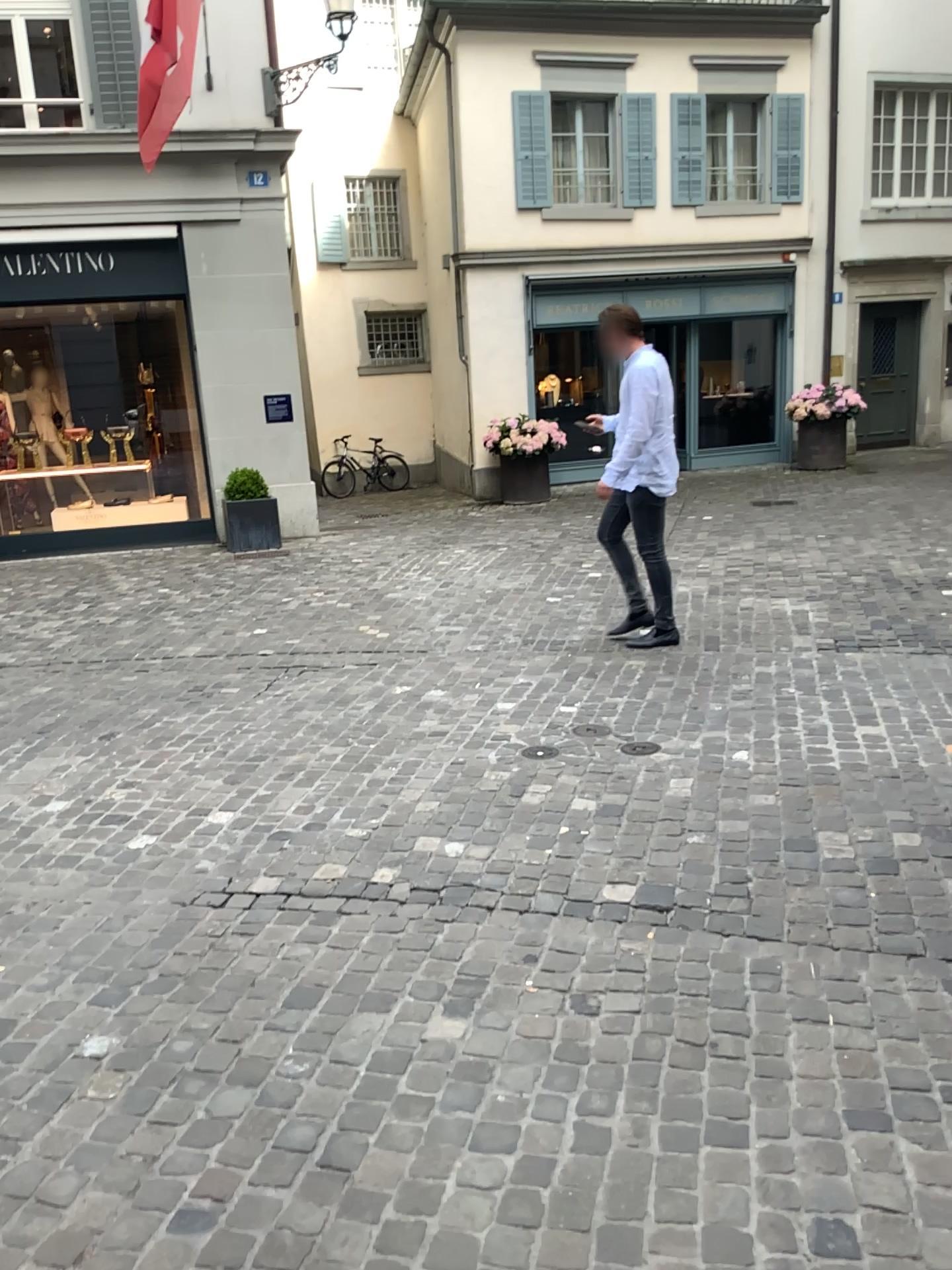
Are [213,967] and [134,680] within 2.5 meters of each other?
no
